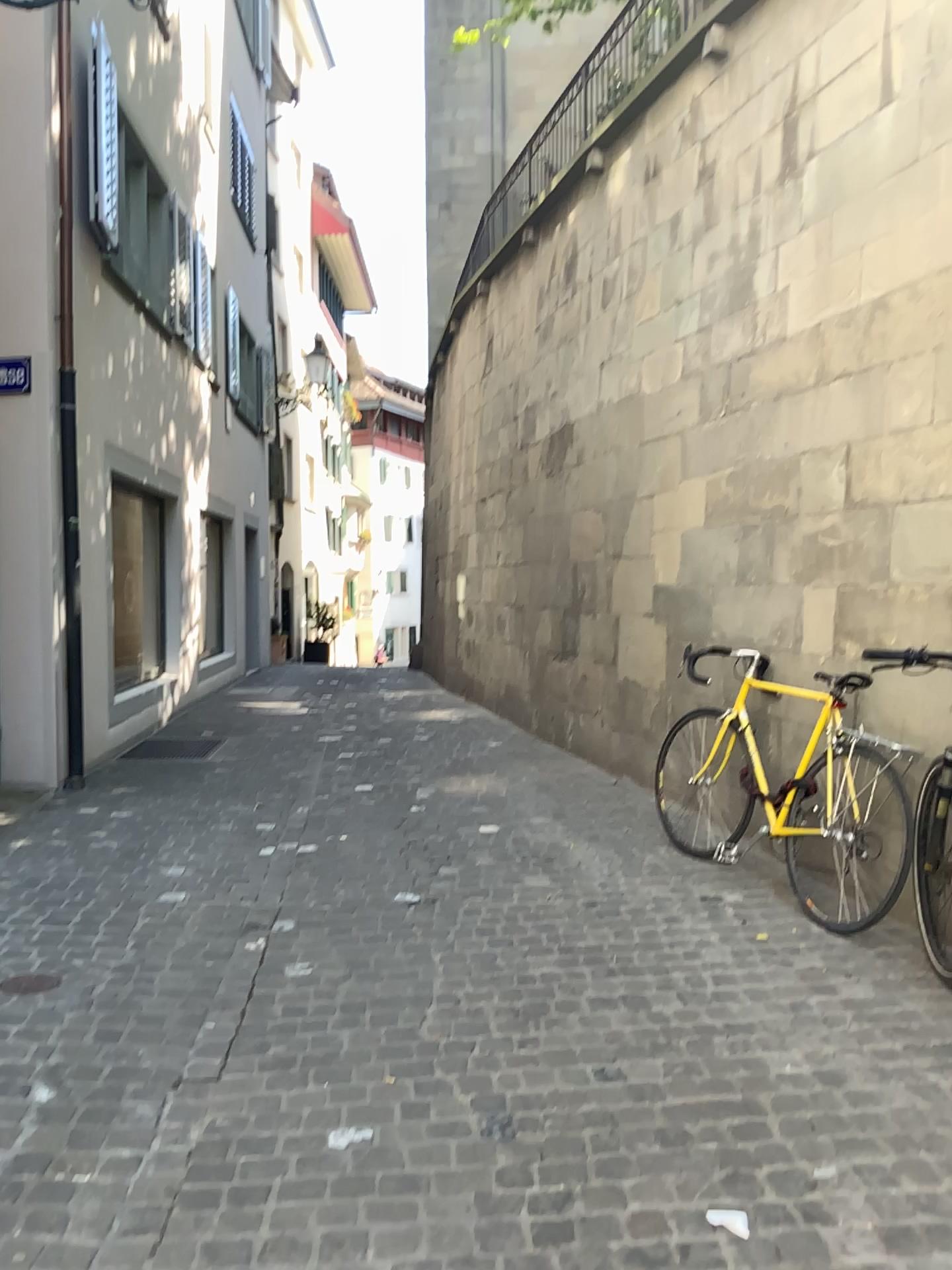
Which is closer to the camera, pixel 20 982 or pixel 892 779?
pixel 20 982

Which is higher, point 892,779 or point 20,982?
point 892,779

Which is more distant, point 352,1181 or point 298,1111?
point 298,1111

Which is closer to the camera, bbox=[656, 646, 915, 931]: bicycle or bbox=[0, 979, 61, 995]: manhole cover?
bbox=[0, 979, 61, 995]: manhole cover
